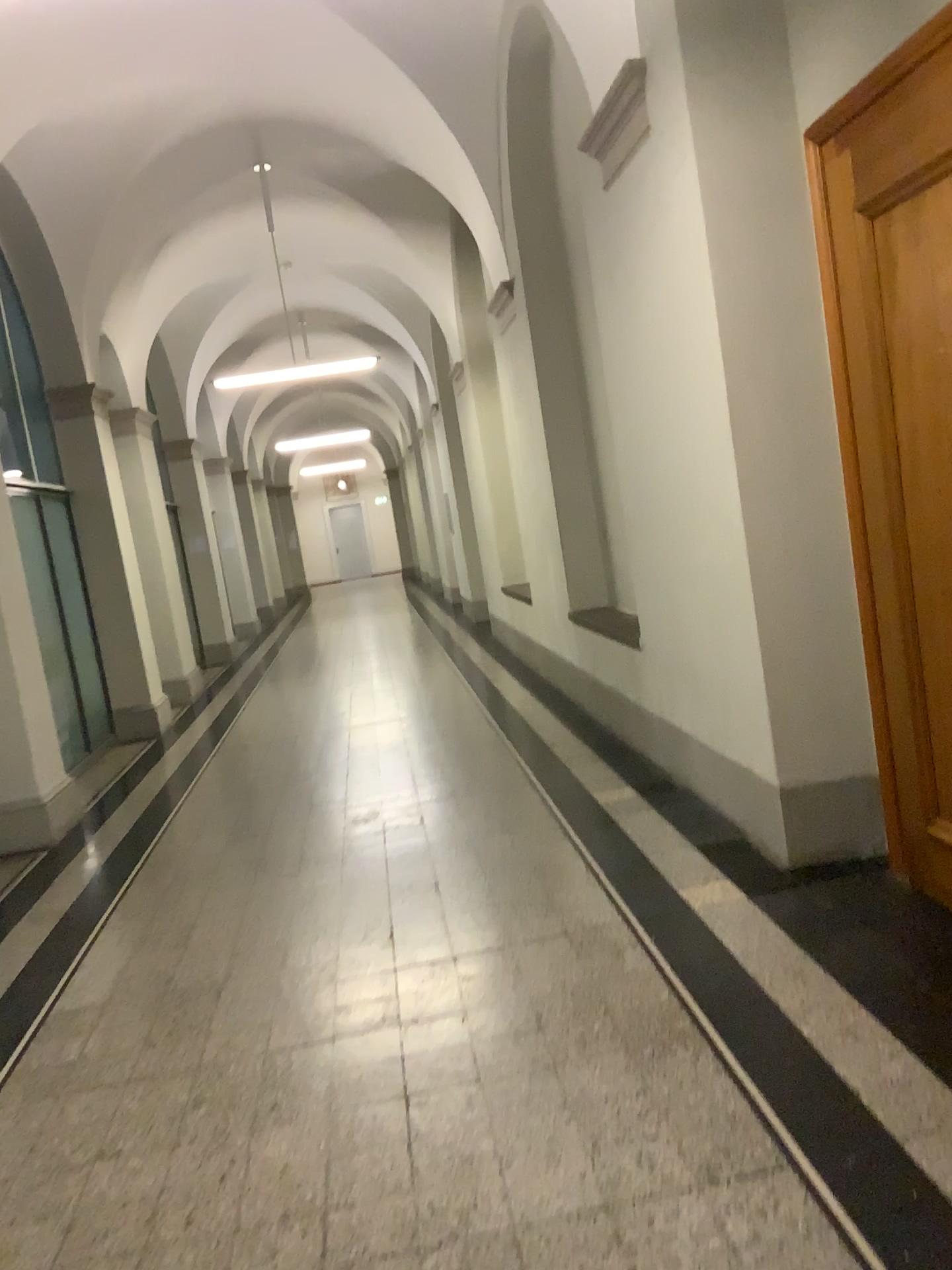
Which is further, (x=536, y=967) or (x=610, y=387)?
(x=610, y=387)
